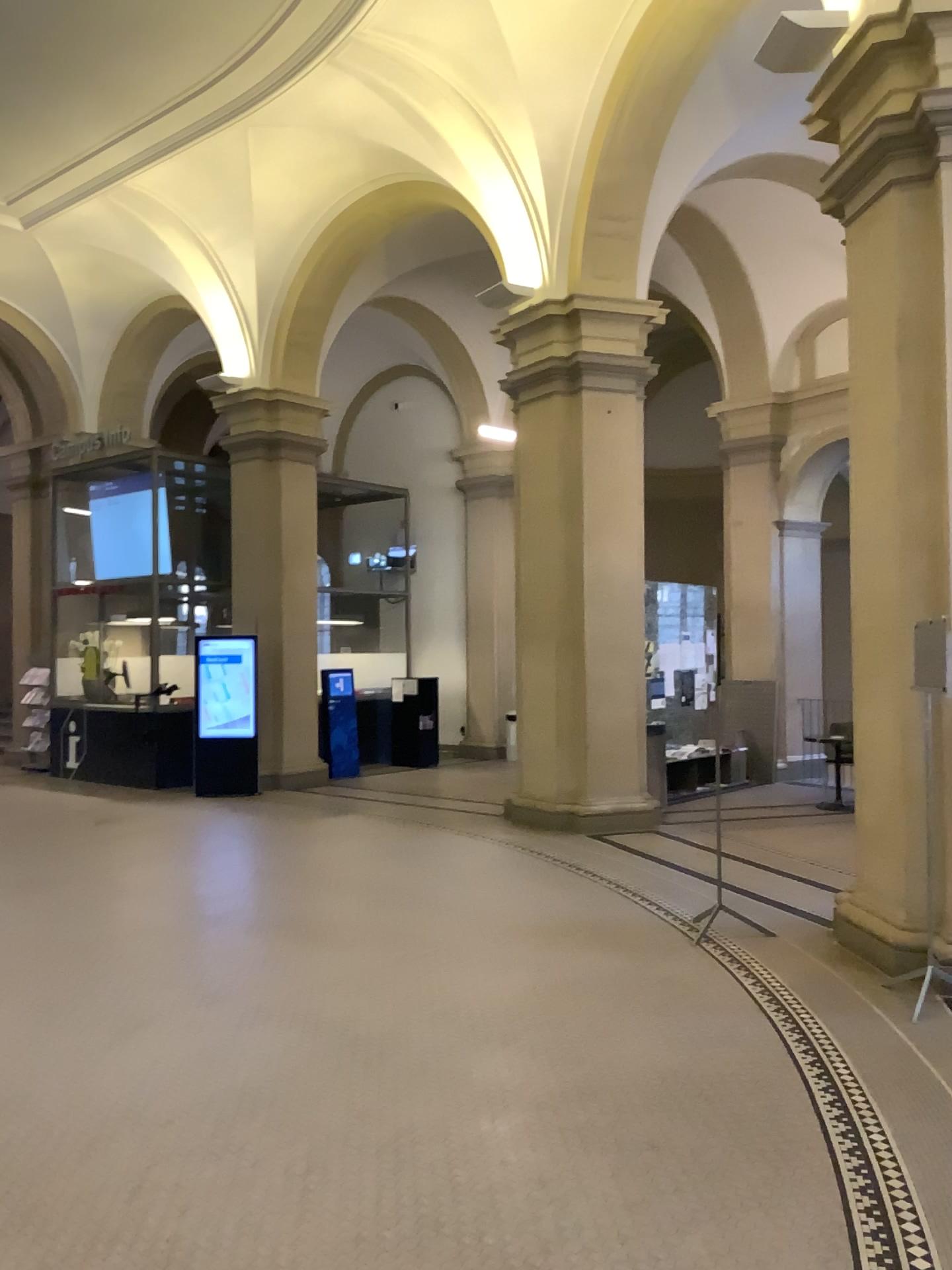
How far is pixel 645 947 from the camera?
5.4 meters
